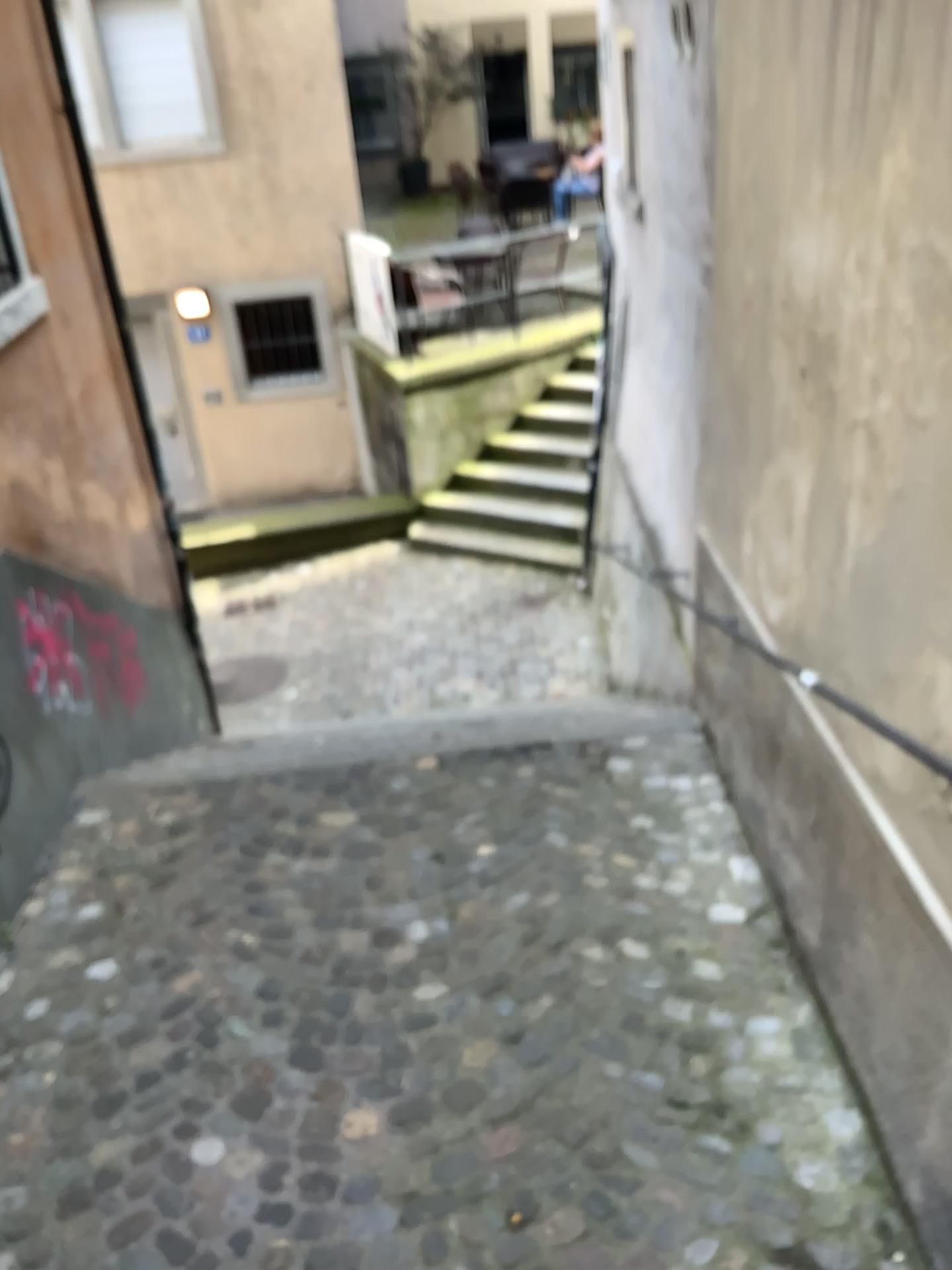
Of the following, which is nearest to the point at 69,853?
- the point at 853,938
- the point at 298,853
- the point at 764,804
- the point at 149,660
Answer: the point at 298,853
